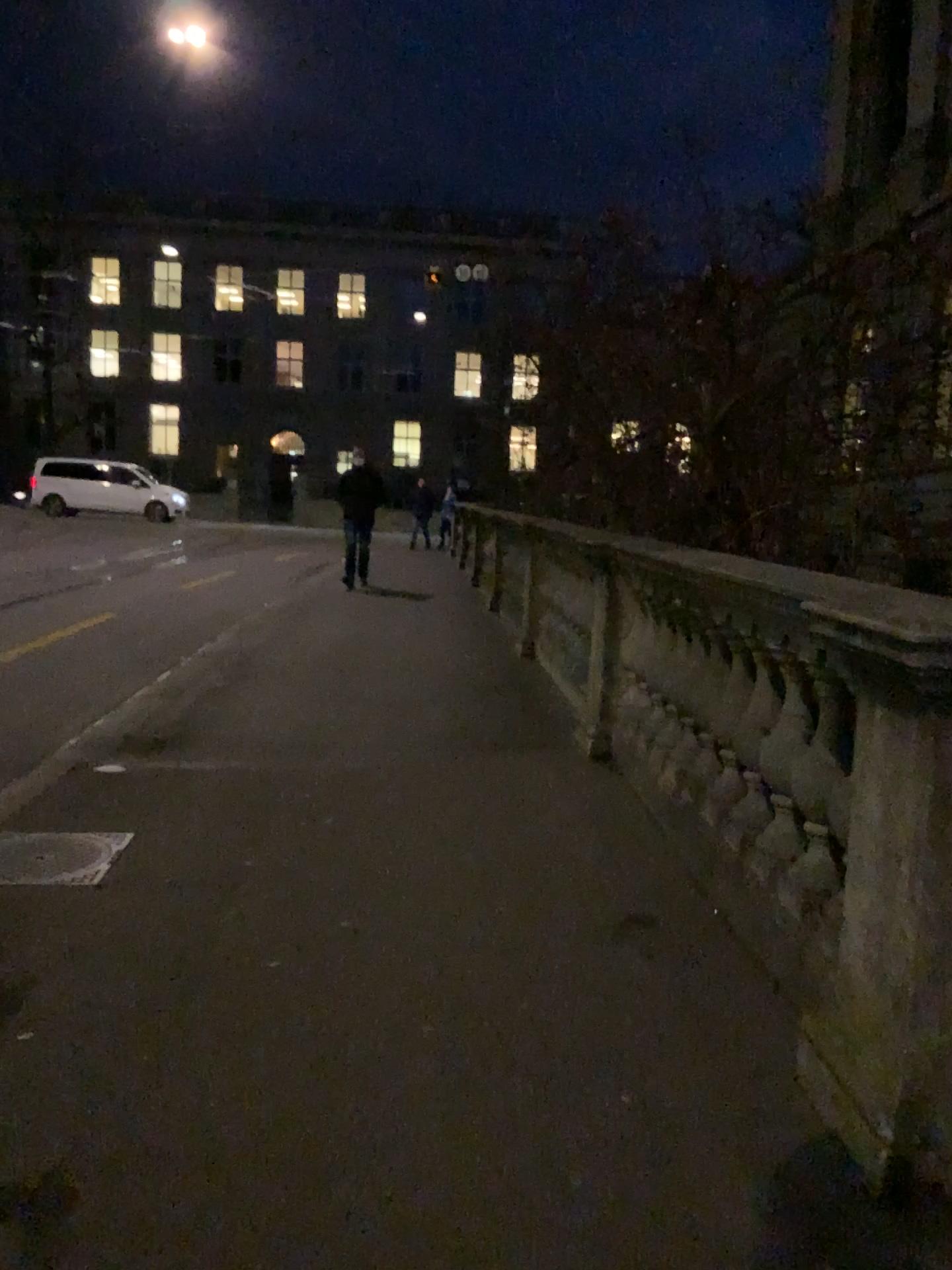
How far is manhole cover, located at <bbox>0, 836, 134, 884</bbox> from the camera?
3.5m

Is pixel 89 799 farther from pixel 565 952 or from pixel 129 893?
pixel 565 952

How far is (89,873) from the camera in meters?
3.5 m
